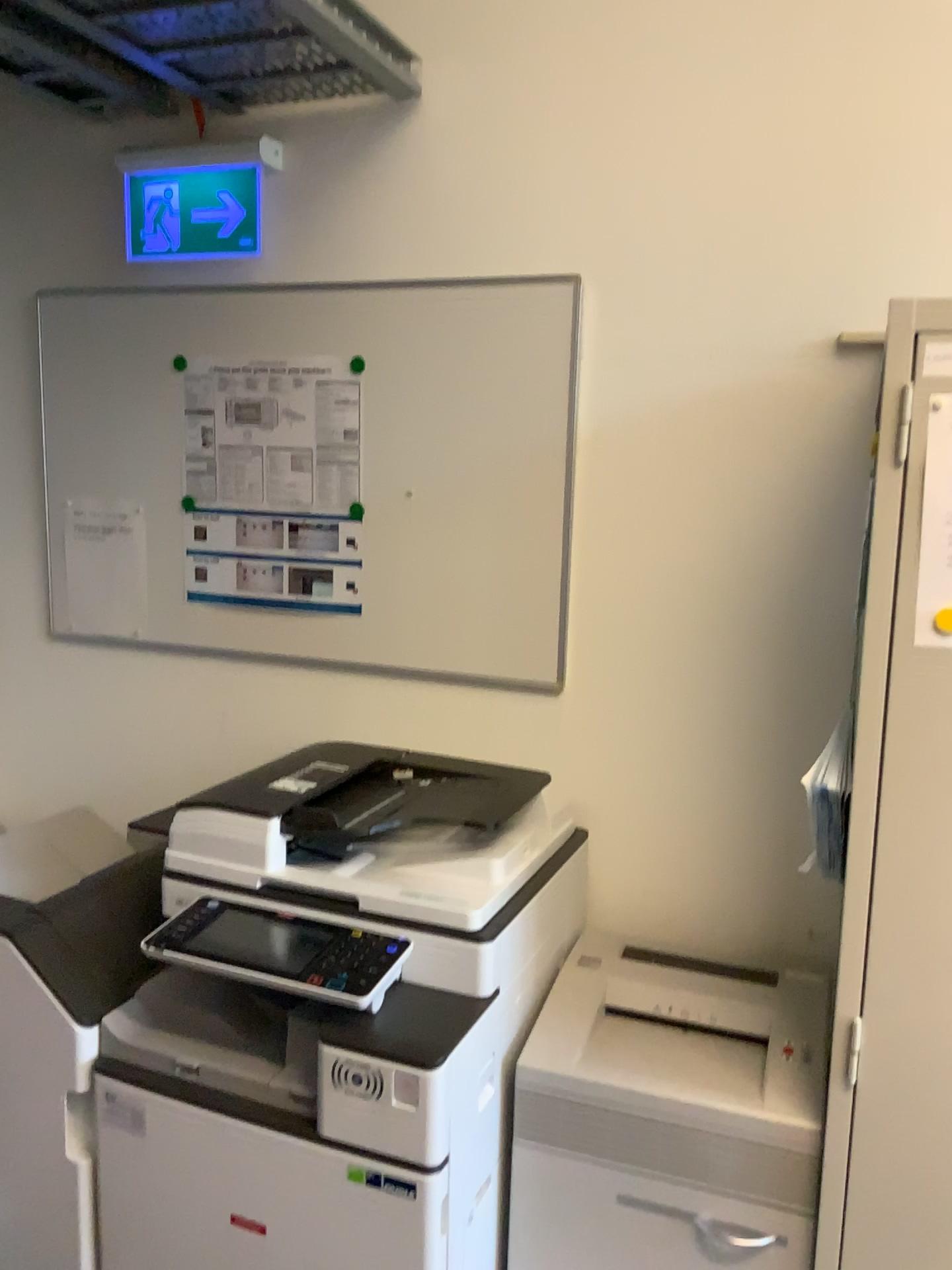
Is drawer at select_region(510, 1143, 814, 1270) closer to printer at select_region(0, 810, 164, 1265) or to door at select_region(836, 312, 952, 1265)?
door at select_region(836, 312, 952, 1265)

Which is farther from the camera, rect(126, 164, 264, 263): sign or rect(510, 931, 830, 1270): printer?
rect(126, 164, 264, 263): sign

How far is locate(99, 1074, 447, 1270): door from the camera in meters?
1.4

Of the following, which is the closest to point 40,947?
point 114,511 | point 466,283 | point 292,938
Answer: point 292,938

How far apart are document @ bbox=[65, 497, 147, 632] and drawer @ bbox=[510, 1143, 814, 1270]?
1.3m

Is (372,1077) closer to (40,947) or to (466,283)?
(40,947)

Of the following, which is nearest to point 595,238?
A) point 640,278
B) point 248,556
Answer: point 640,278

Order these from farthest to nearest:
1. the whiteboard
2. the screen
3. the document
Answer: the document → the whiteboard → the screen

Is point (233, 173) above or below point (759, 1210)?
above

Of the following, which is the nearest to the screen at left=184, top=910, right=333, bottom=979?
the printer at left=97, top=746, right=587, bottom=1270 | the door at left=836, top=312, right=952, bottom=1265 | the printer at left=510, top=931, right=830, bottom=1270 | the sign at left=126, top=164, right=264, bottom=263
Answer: the printer at left=97, top=746, right=587, bottom=1270
